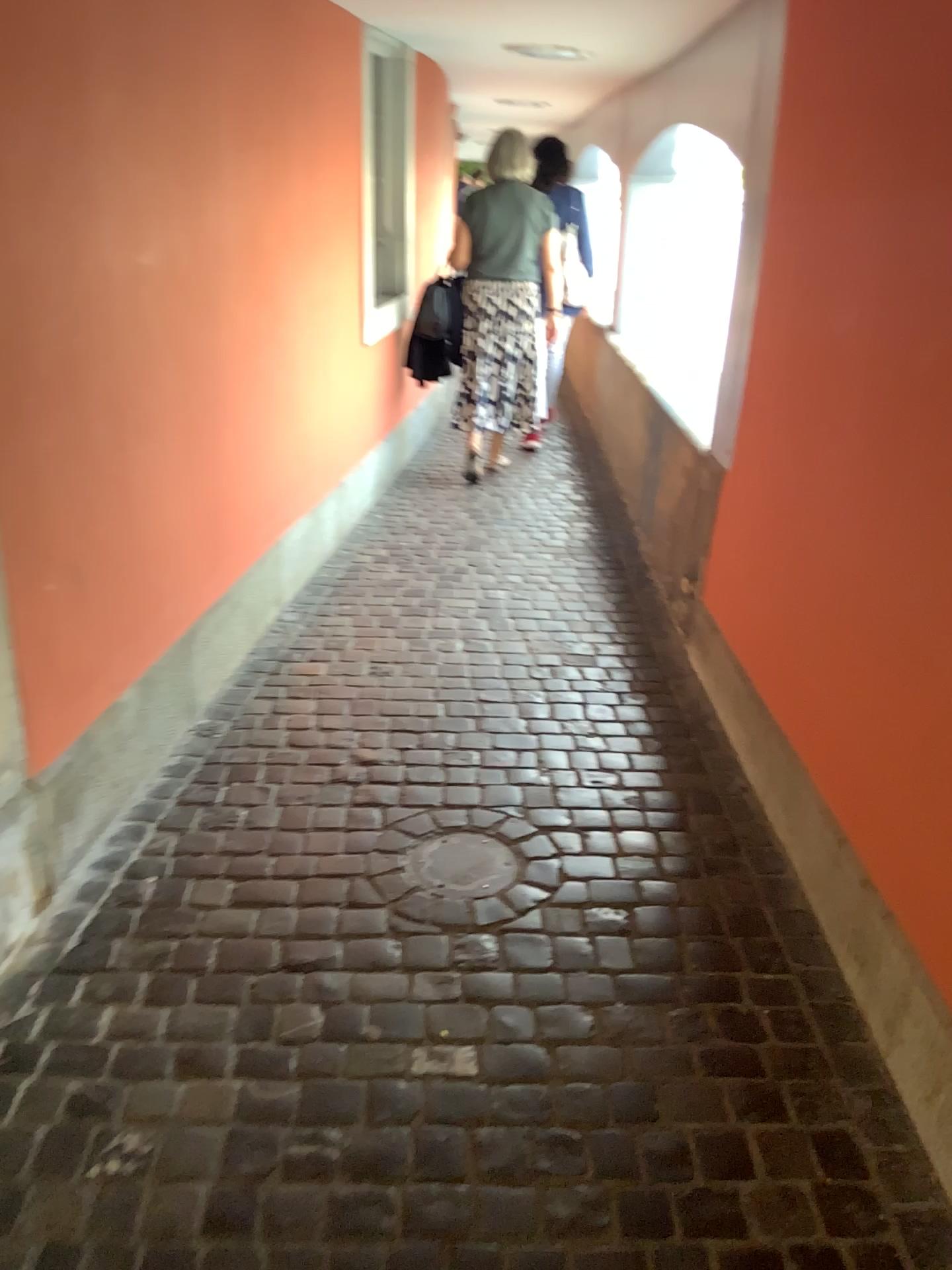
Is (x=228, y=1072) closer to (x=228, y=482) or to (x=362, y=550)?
(x=228, y=482)

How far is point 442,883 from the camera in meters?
2.3 m

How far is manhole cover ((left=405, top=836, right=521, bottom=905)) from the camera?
2.3 meters
